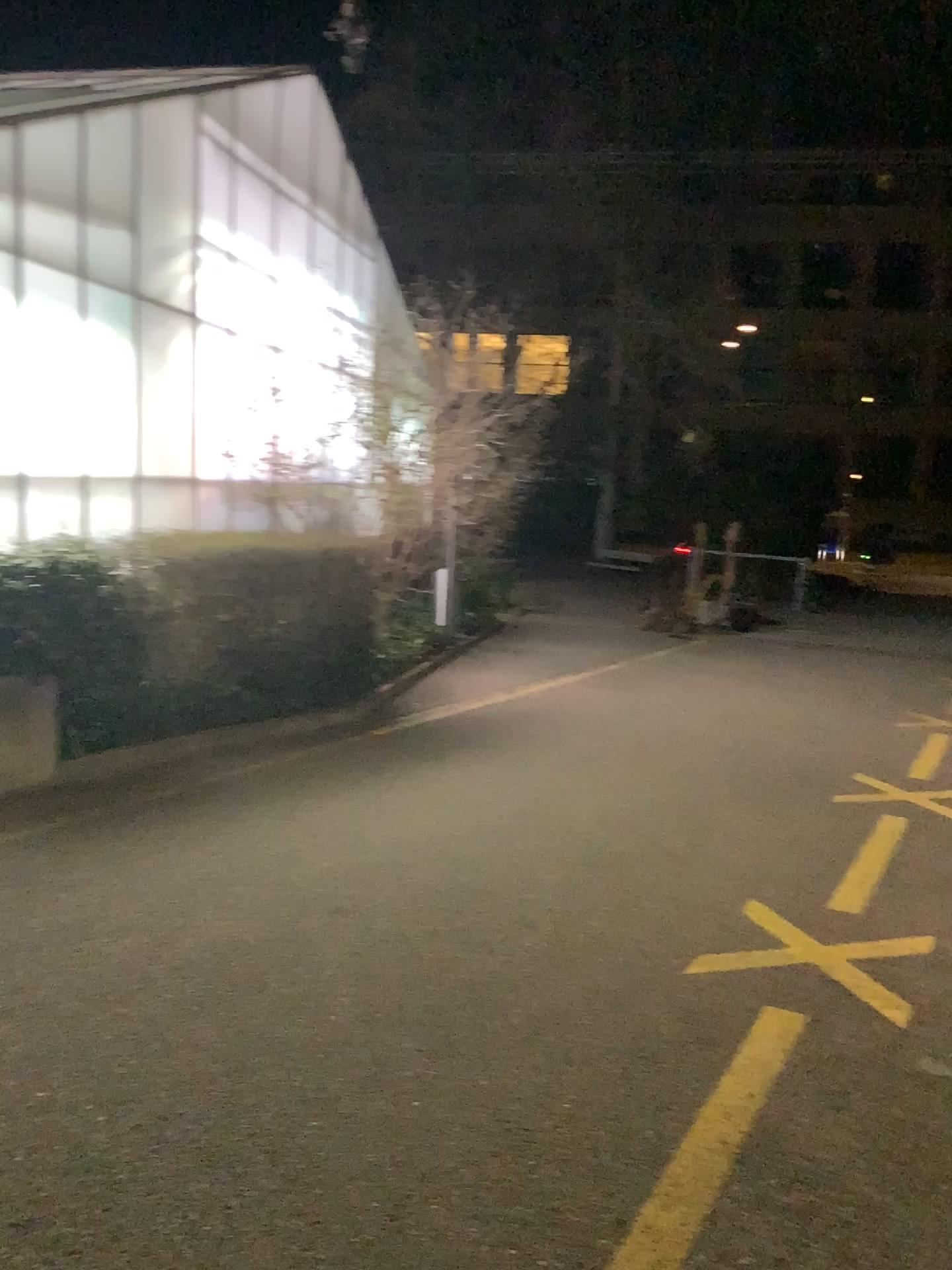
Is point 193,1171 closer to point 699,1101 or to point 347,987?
point 347,987
